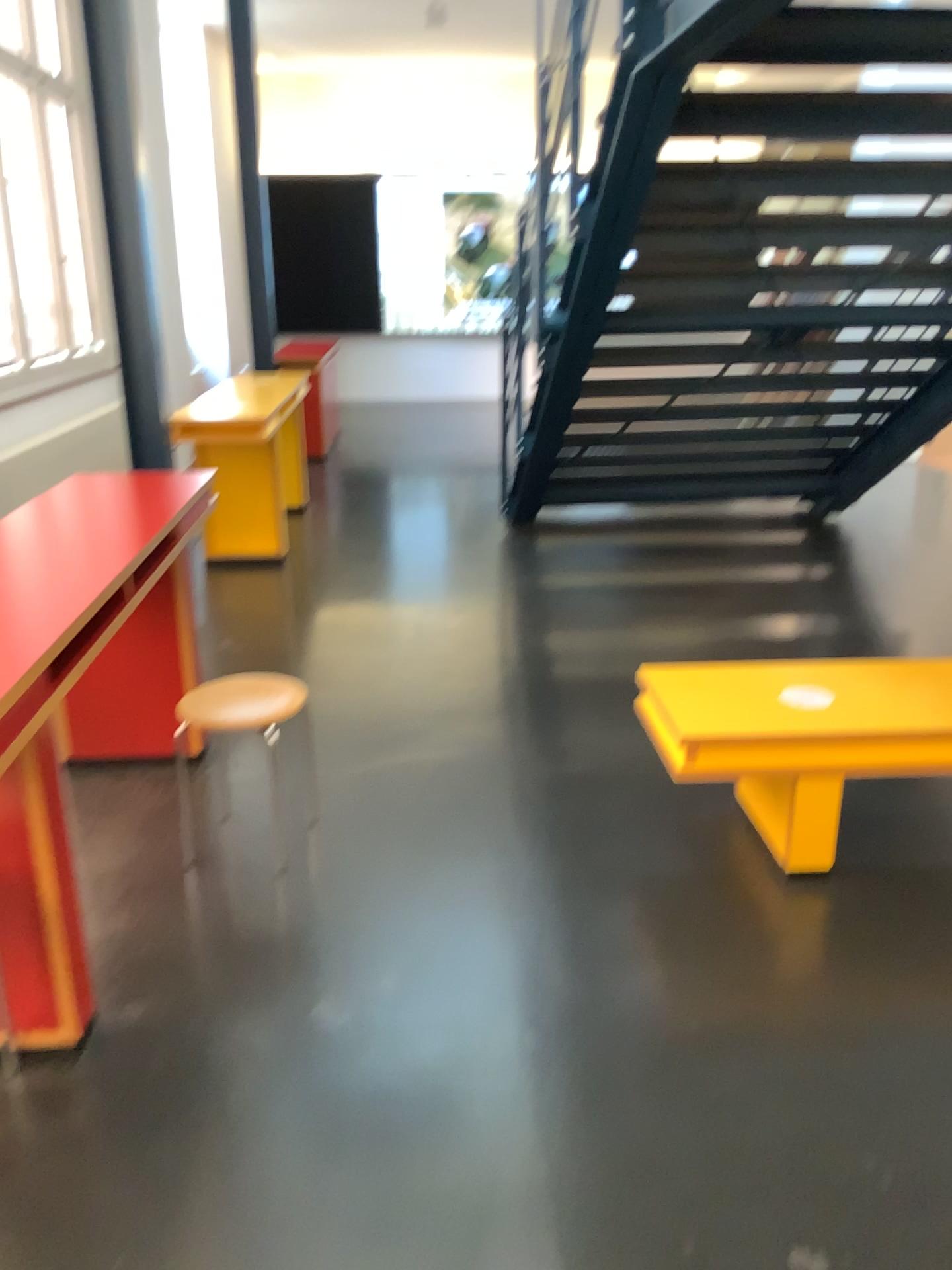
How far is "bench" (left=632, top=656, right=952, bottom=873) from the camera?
2.70m

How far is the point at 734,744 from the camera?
2.7m

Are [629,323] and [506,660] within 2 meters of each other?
yes
